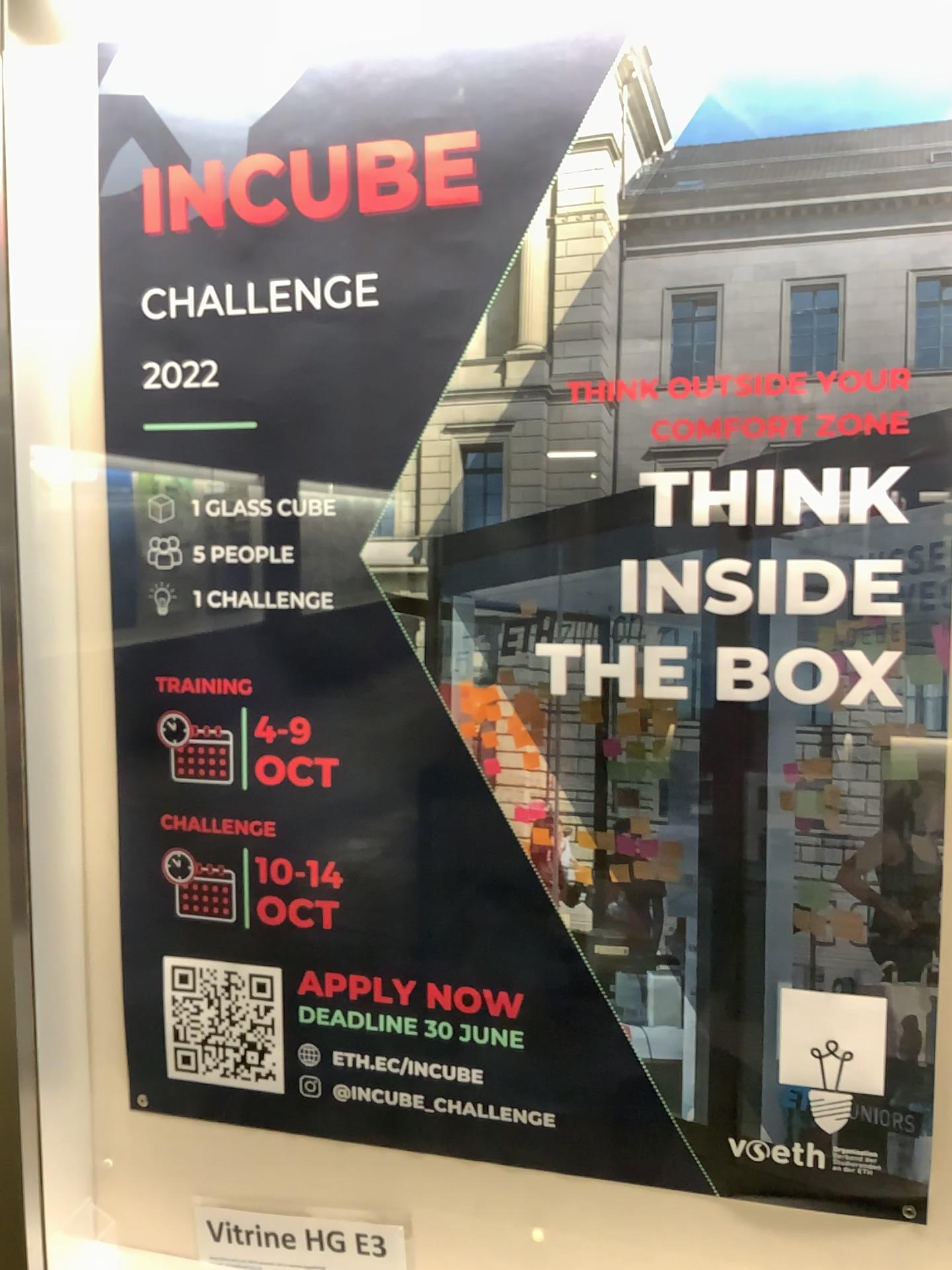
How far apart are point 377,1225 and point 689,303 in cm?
100

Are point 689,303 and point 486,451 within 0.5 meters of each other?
yes

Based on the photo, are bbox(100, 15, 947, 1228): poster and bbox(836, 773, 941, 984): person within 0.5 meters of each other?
yes

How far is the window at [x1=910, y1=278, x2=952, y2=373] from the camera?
0.9 meters

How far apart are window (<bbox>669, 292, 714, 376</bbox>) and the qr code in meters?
0.8 m

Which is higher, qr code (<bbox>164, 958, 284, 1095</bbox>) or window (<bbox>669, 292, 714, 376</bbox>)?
window (<bbox>669, 292, 714, 376</bbox>)

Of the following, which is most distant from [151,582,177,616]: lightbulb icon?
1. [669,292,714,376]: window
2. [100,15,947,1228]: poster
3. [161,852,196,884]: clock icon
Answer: [669,292,714,376]: window

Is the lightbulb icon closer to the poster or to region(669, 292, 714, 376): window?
the poster

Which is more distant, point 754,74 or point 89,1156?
point 89,1156

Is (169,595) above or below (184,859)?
above
